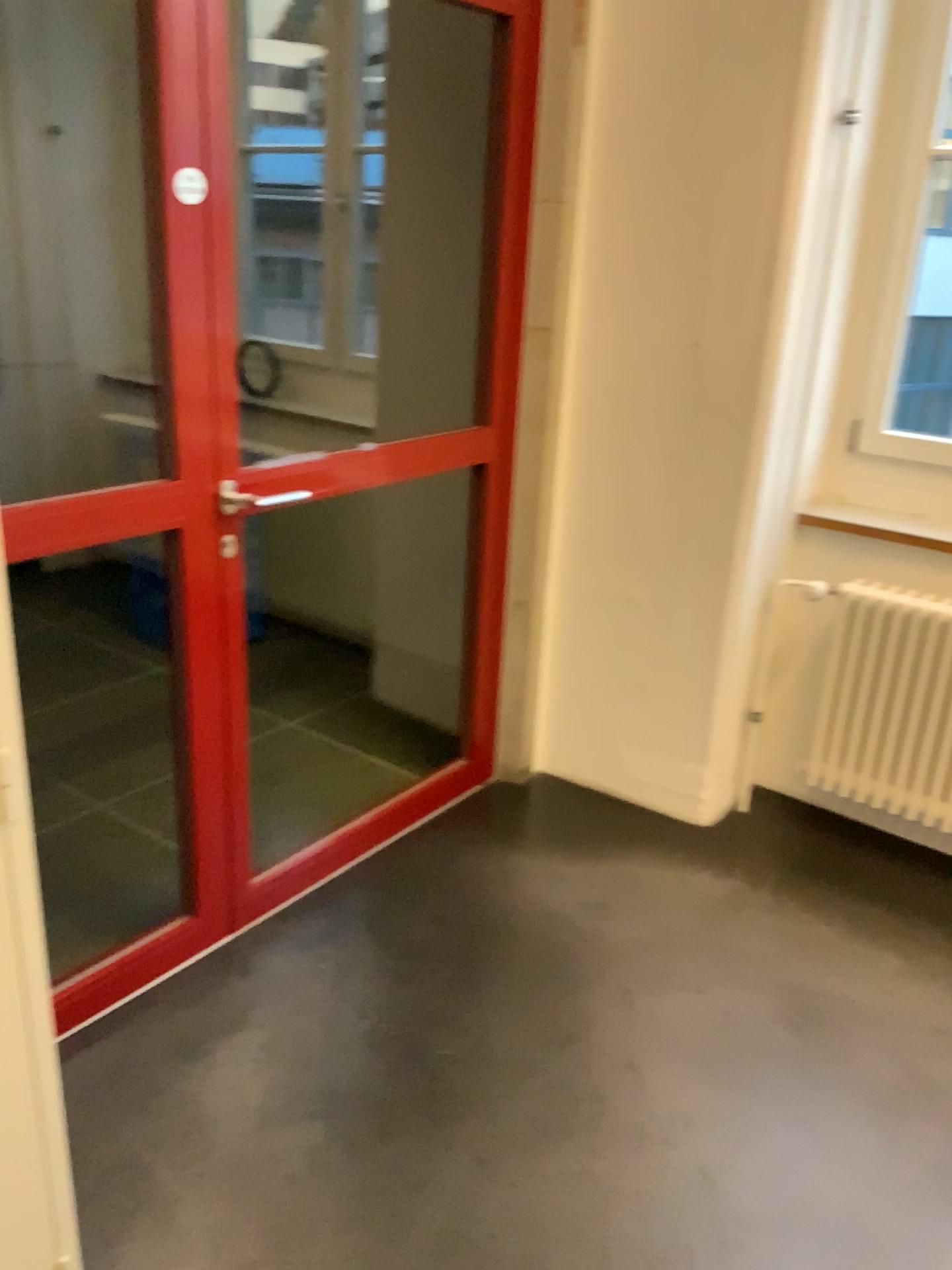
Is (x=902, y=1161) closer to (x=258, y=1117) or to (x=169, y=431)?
(x=258, y=1117)

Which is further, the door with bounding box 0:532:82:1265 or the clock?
the clock

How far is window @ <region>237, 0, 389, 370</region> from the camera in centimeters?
371cm

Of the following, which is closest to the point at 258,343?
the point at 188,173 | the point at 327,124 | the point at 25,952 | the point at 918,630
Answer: the point at 327,124

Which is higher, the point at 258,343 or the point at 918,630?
the point at 258,343

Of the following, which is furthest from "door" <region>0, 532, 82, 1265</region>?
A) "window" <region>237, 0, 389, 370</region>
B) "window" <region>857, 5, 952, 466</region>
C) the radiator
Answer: "window" <region>237, 0, 389, 370</region>

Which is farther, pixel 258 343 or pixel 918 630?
pixel 258 343

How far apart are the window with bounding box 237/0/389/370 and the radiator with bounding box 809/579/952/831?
1.9m

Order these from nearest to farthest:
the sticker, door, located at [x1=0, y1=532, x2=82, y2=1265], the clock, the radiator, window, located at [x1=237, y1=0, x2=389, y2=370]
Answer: door, located at [x1=0, y1=532, x2=82, y2=1265], the sticker, the radiator, window, located at [x1=237, y1=0, x2=389, y2=370], the clock

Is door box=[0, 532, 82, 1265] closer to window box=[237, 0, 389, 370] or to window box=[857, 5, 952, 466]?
window box=[857, 5, 952, 466]
